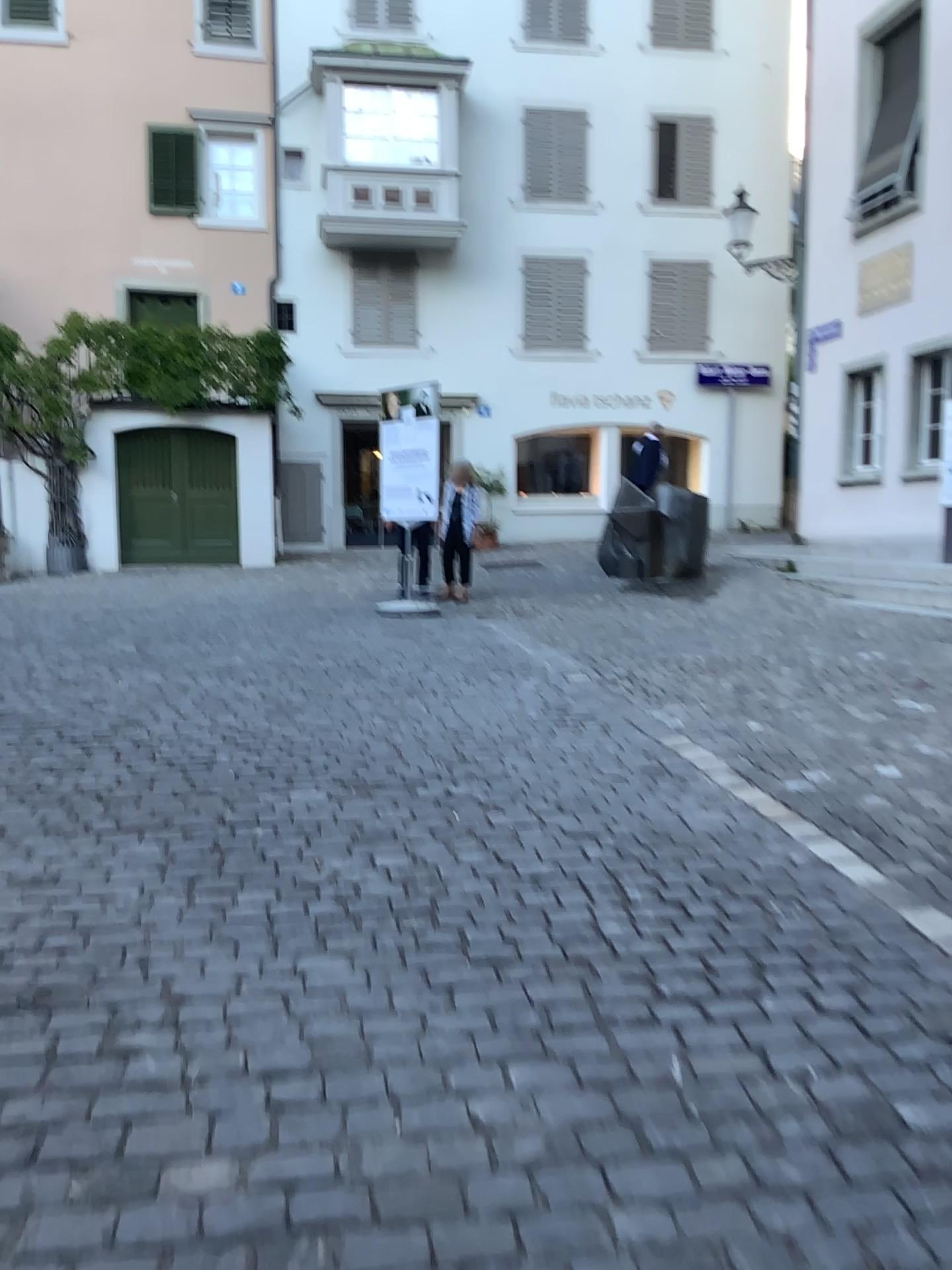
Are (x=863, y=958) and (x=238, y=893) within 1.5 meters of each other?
no
